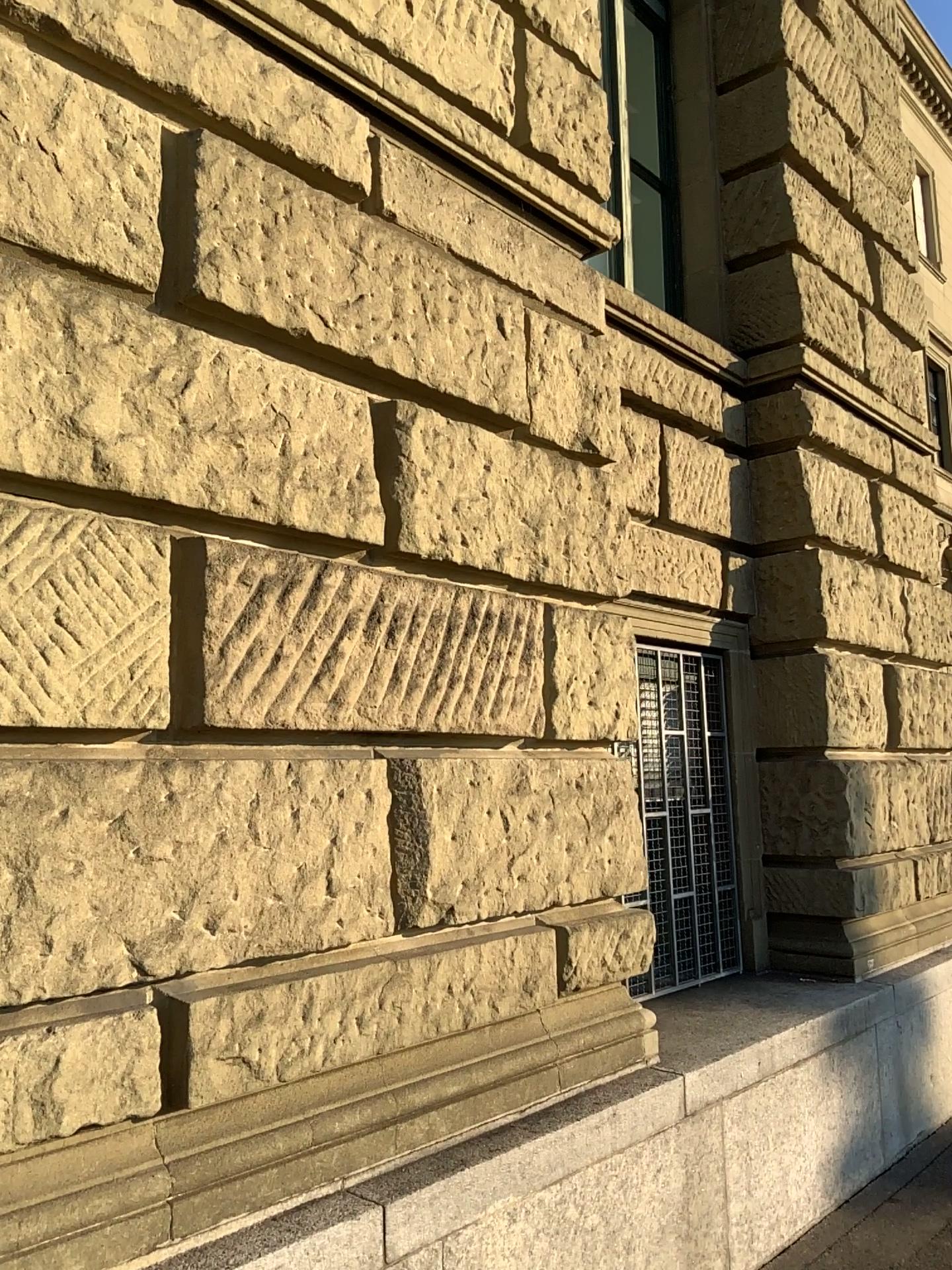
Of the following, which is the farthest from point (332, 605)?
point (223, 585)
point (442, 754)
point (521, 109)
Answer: point (521, 109)
